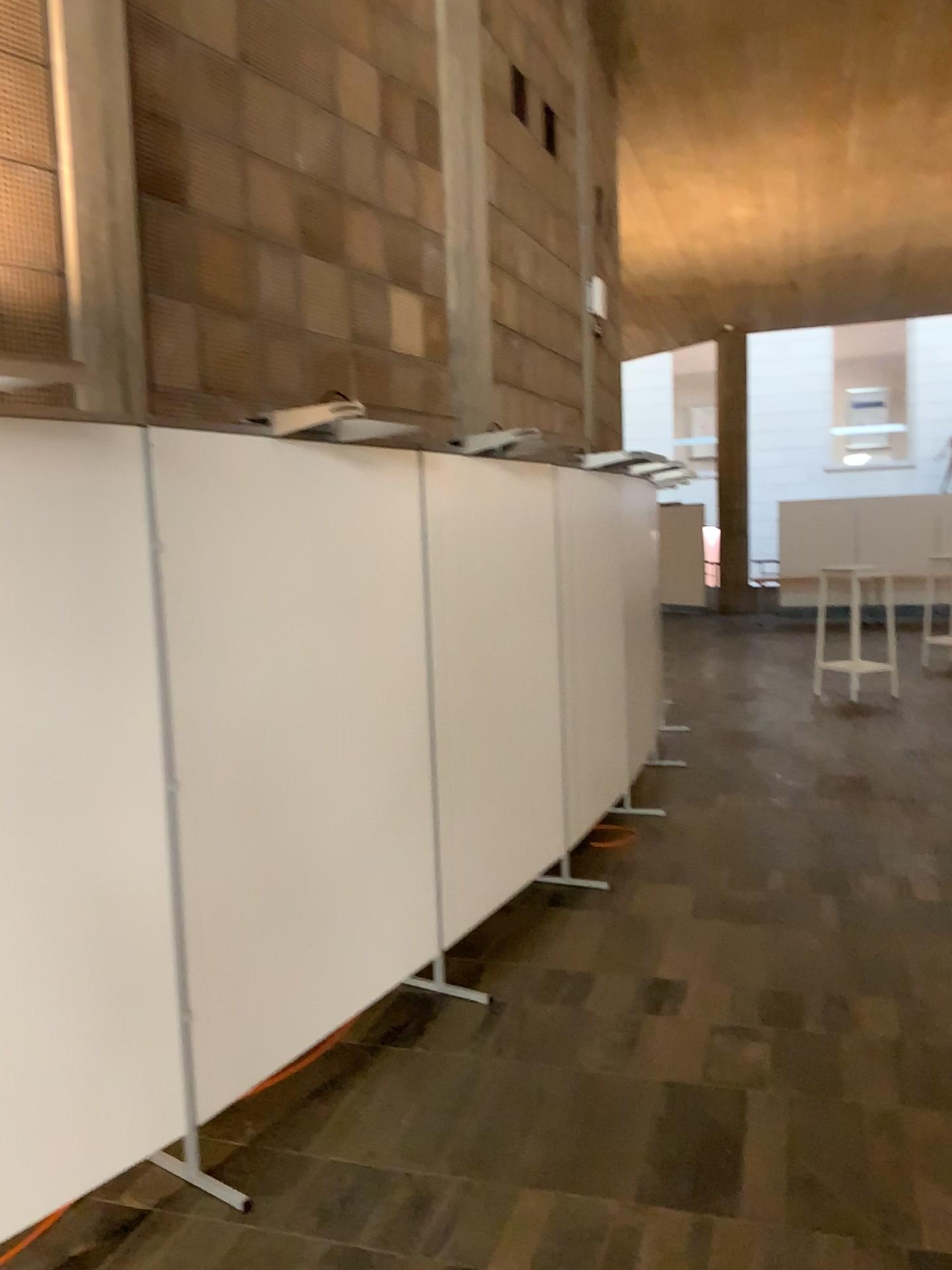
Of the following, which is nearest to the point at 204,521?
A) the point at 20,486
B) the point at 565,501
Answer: the point at 20,486

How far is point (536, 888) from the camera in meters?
4.7 m

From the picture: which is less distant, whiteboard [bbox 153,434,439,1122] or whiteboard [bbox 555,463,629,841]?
whiteboard [bbox 153,434,439,1122]

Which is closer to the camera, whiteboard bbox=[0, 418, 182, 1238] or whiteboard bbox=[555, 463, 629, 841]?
whiteboard bbox=[0, 418, 182, 1238]

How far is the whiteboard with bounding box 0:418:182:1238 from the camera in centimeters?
232cm

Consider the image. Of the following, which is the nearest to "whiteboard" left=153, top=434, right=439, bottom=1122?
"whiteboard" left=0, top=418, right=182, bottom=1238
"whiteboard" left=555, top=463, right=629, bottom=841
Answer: "whiteboard" left=0, top=418, right=182, bottom=1238

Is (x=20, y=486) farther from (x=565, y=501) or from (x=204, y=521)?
(x=565, y=501)

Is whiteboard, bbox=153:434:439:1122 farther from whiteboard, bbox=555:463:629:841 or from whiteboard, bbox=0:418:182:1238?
whiteboard, bbox=555:463:629:841

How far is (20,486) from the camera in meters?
2.3 m
